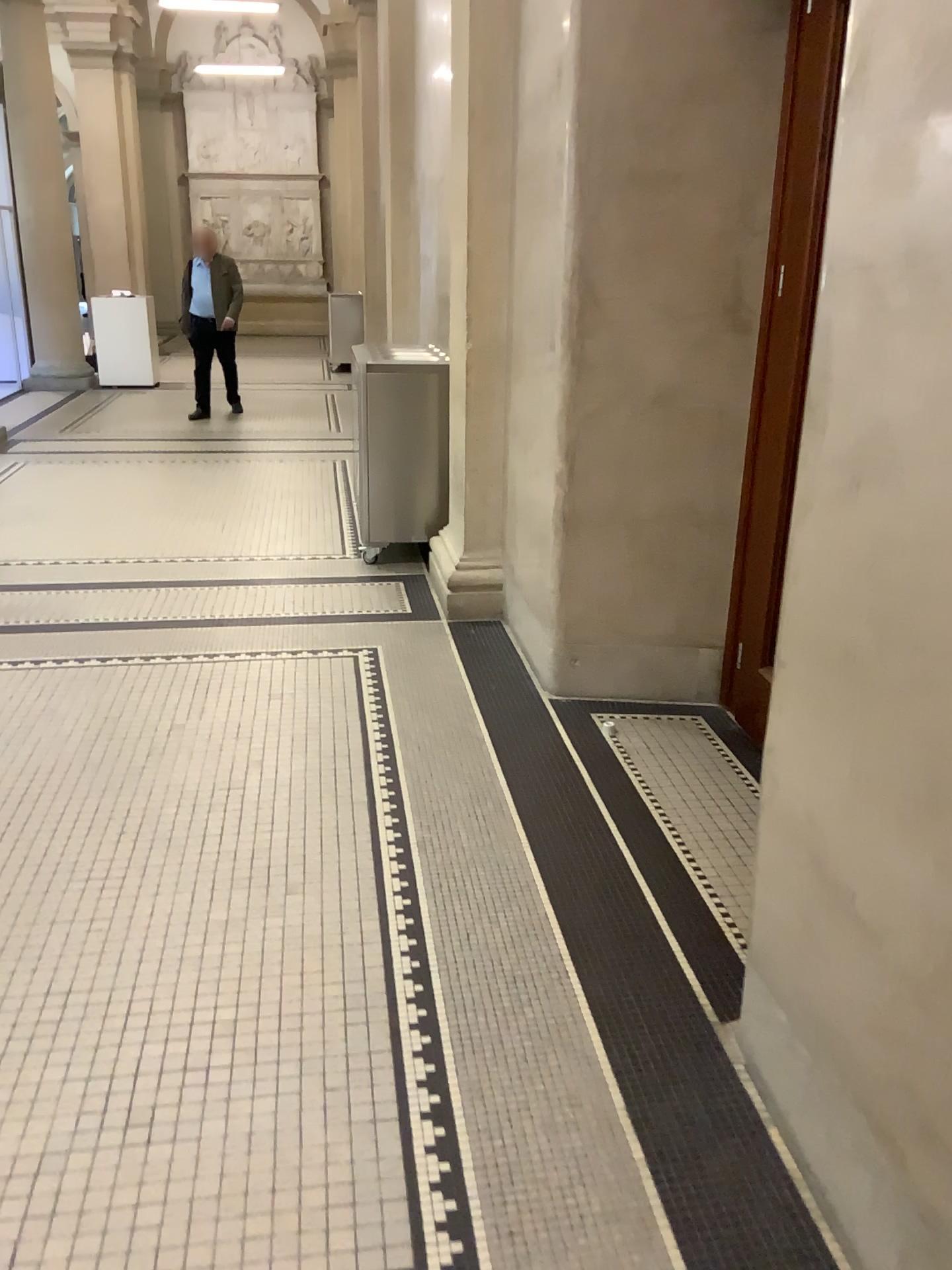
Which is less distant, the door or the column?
the door

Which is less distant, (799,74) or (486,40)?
(799,74)

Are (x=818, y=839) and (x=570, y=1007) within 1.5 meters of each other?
yes
